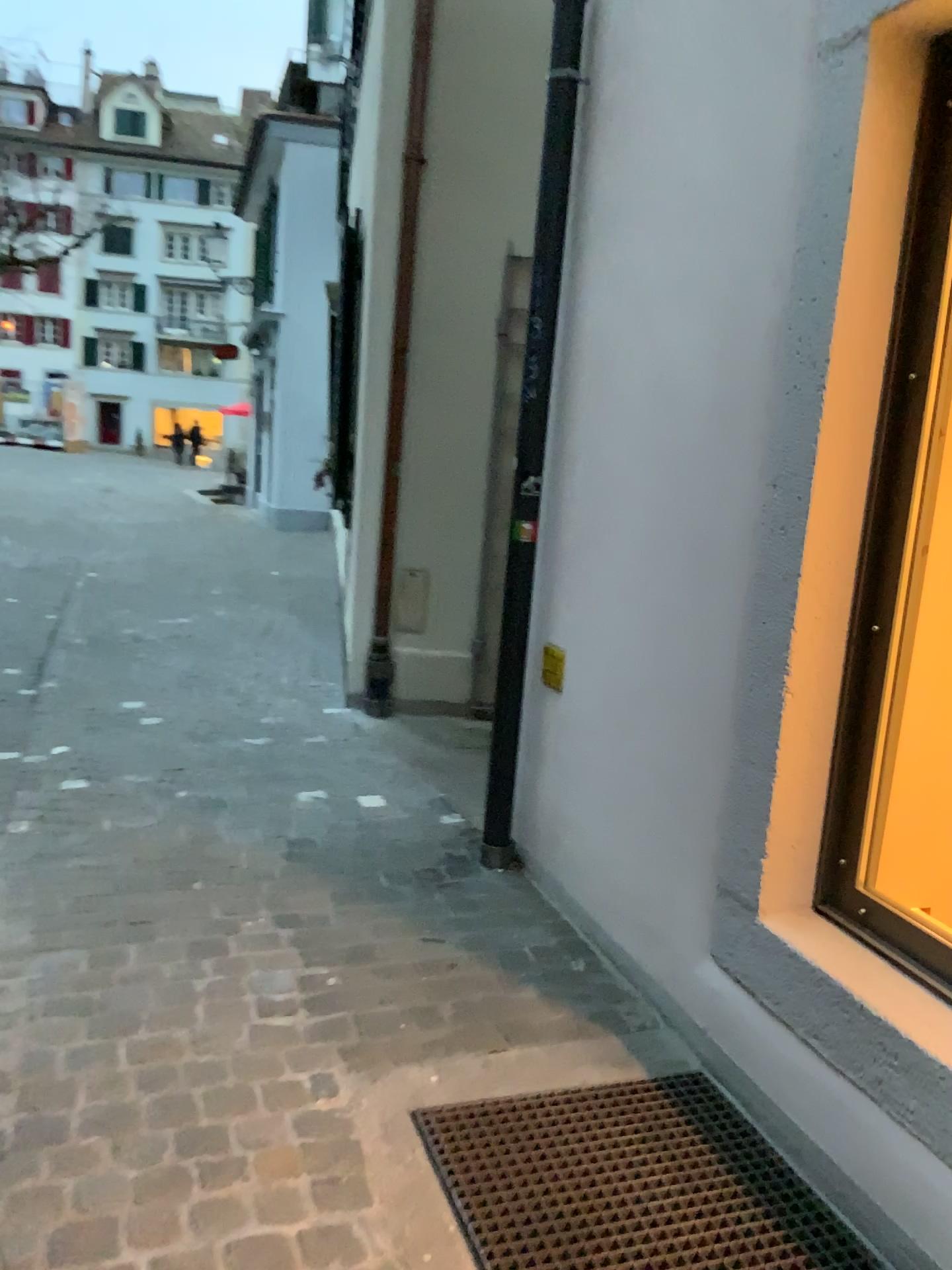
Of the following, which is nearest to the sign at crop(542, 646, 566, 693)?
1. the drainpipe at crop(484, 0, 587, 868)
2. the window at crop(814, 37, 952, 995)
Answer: the drainpipe at crop(484, 0, 587, 868)

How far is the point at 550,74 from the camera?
2.97m

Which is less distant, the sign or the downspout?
the sign

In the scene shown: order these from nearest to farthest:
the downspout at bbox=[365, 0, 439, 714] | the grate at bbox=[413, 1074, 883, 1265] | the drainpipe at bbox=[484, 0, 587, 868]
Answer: the grate at bbox=[413, 1074, 883, 1265] < the drainpipe at bbox=[484, 0, 587, 868] < the downspout at bbox=[365, 0, 439, 714]

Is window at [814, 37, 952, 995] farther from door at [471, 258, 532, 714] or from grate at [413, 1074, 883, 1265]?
door at [471, 258, 532, 714]

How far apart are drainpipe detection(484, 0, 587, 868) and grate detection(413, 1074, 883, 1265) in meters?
1.1

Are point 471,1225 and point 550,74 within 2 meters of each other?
no

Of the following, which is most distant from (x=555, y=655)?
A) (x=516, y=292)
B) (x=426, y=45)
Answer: (x=426, y=45)

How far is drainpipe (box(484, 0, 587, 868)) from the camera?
3.0m

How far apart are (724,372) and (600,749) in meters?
1.1 m
